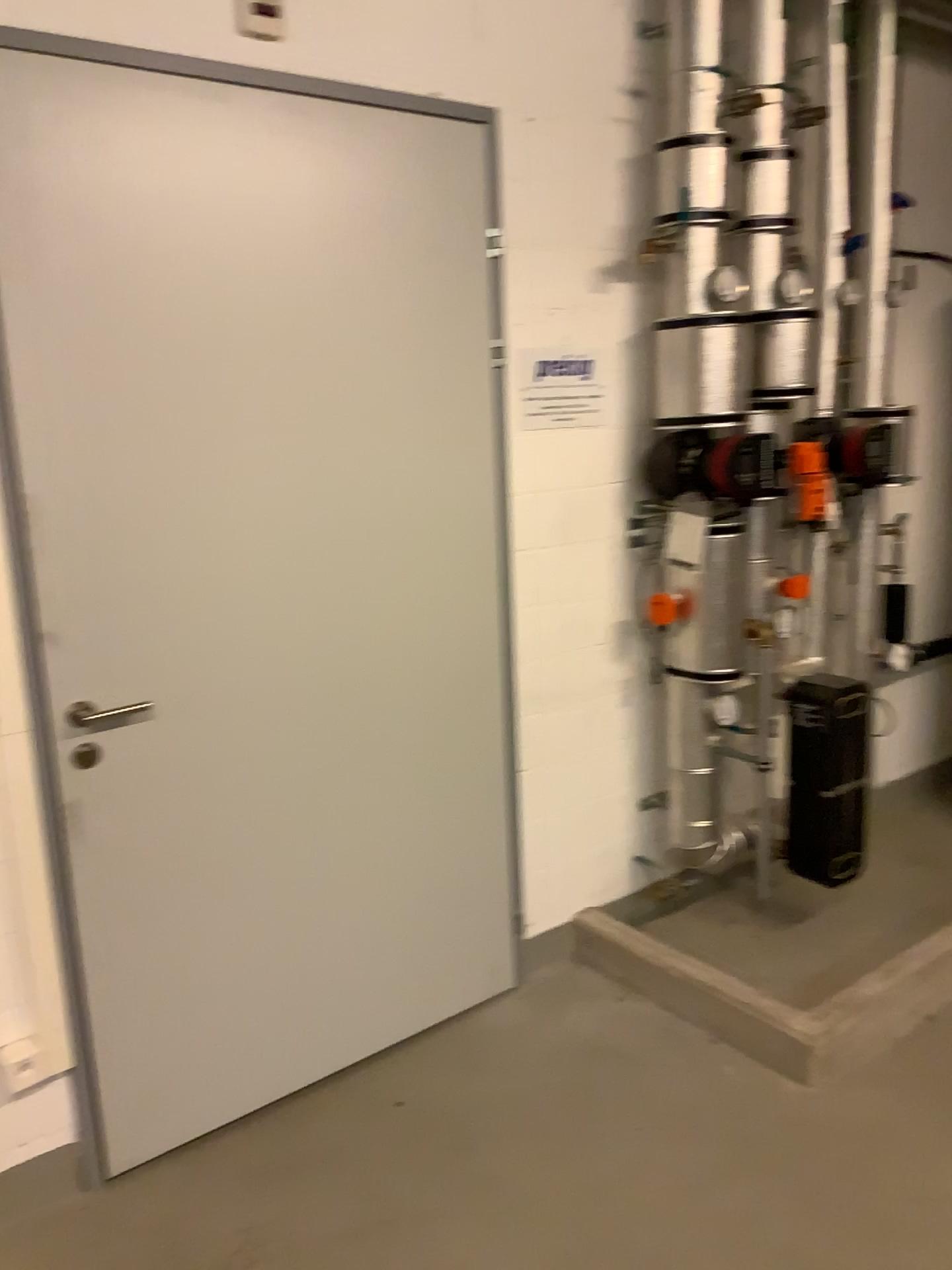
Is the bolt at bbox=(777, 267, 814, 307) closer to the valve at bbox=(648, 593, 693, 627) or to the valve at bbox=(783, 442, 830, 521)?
the valve at bbox=(783, 442, 830, 521)

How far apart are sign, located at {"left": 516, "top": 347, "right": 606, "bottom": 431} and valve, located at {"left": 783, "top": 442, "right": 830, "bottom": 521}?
0.6 meters

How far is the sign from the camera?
2.68m

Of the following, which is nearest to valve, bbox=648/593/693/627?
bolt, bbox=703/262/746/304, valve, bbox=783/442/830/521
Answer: valve, bbox=783/442/830/521

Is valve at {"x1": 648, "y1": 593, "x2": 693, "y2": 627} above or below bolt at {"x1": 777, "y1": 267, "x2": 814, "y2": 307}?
below

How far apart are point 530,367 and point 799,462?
0.88m

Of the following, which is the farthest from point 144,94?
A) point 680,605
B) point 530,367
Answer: point 680,605

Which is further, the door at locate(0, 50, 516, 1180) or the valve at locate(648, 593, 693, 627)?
the valve at locate(648, 593, 693, 627)

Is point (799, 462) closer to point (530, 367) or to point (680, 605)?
point (680, 605)

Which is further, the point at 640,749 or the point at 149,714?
the point at 640,749
